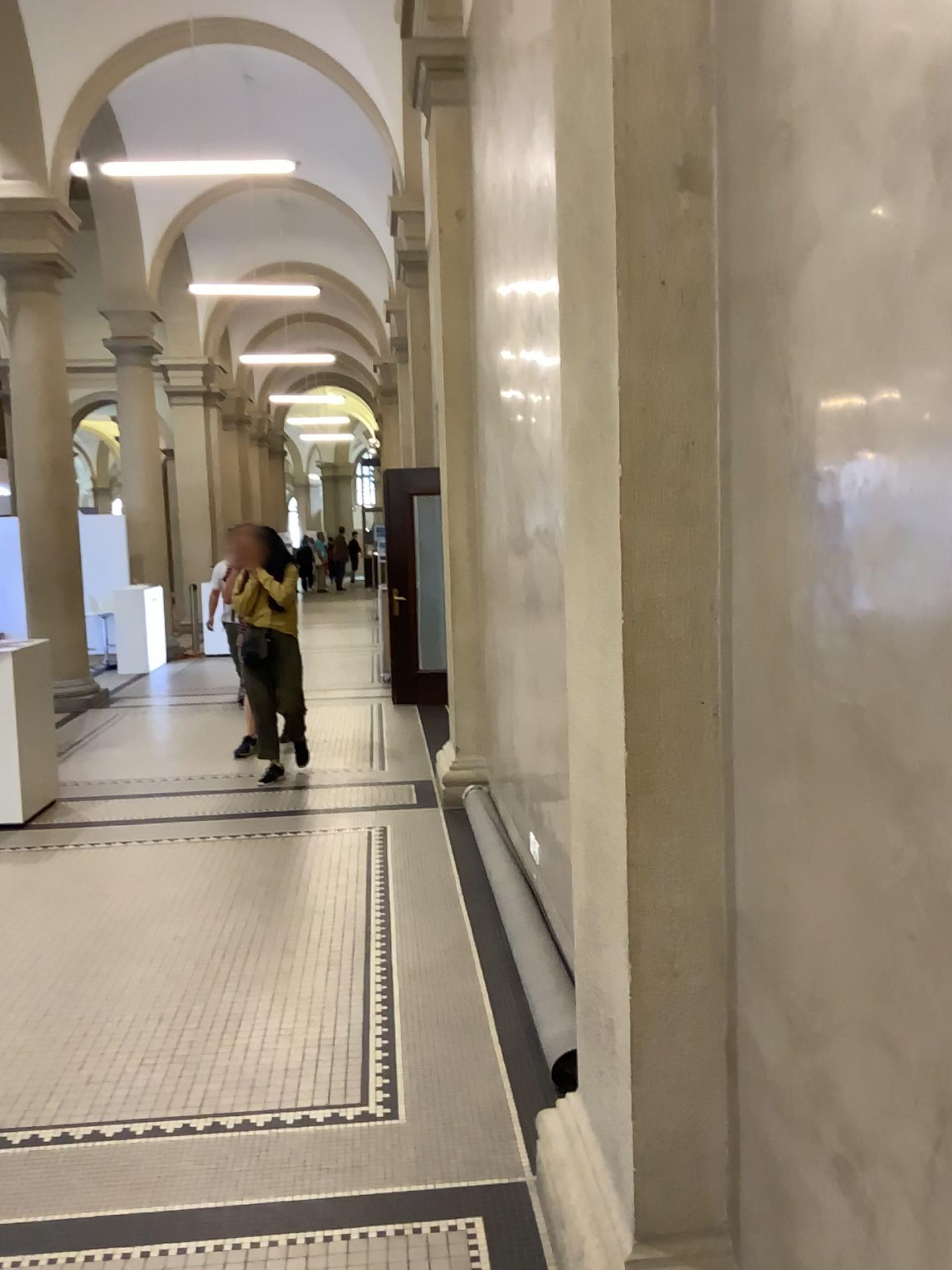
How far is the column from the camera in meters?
1.8 m

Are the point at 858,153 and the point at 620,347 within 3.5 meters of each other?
yes

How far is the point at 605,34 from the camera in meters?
1.8 m
